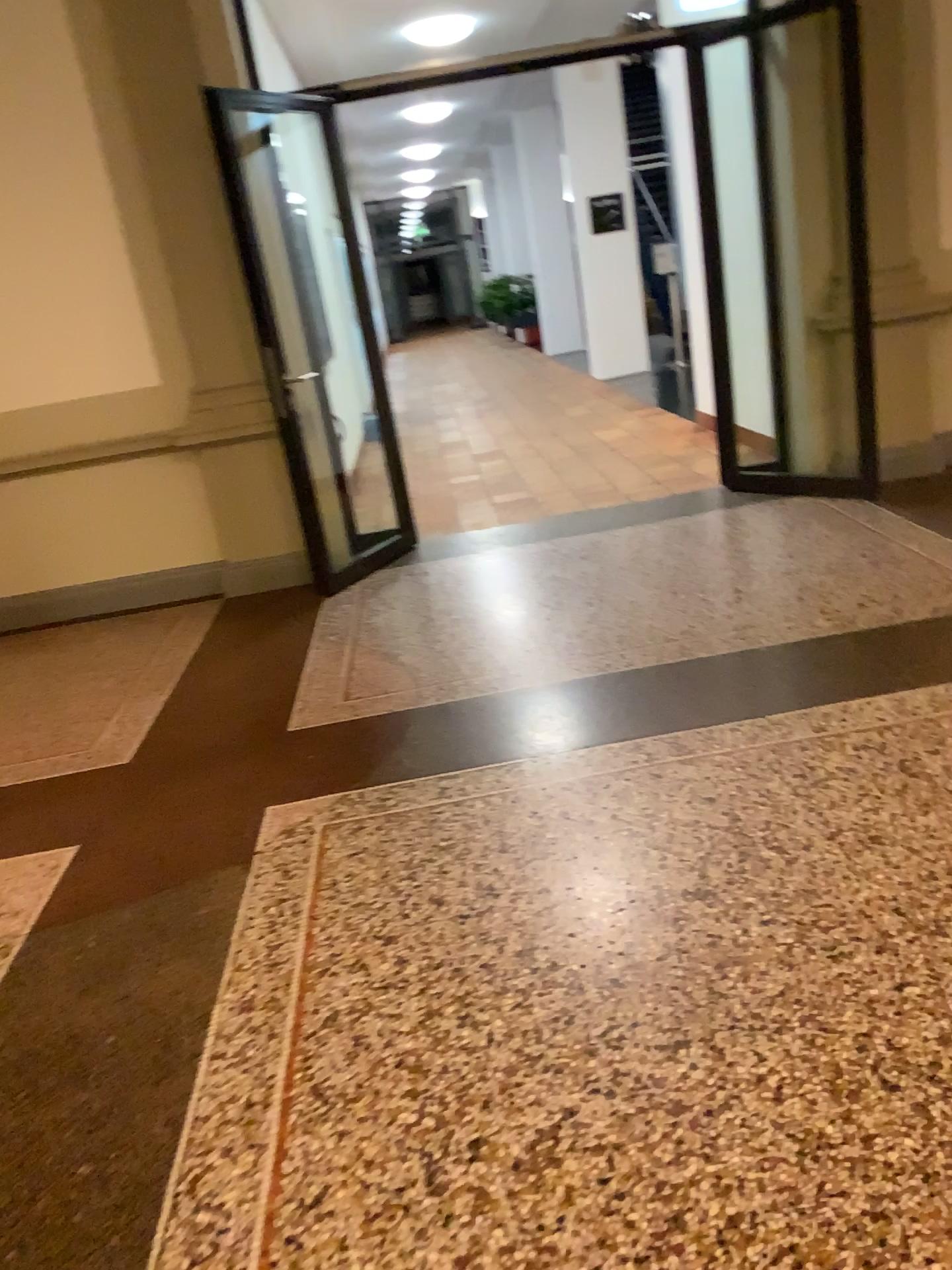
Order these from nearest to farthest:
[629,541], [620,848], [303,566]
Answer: [620,848] → [629,541] → [303,566]
